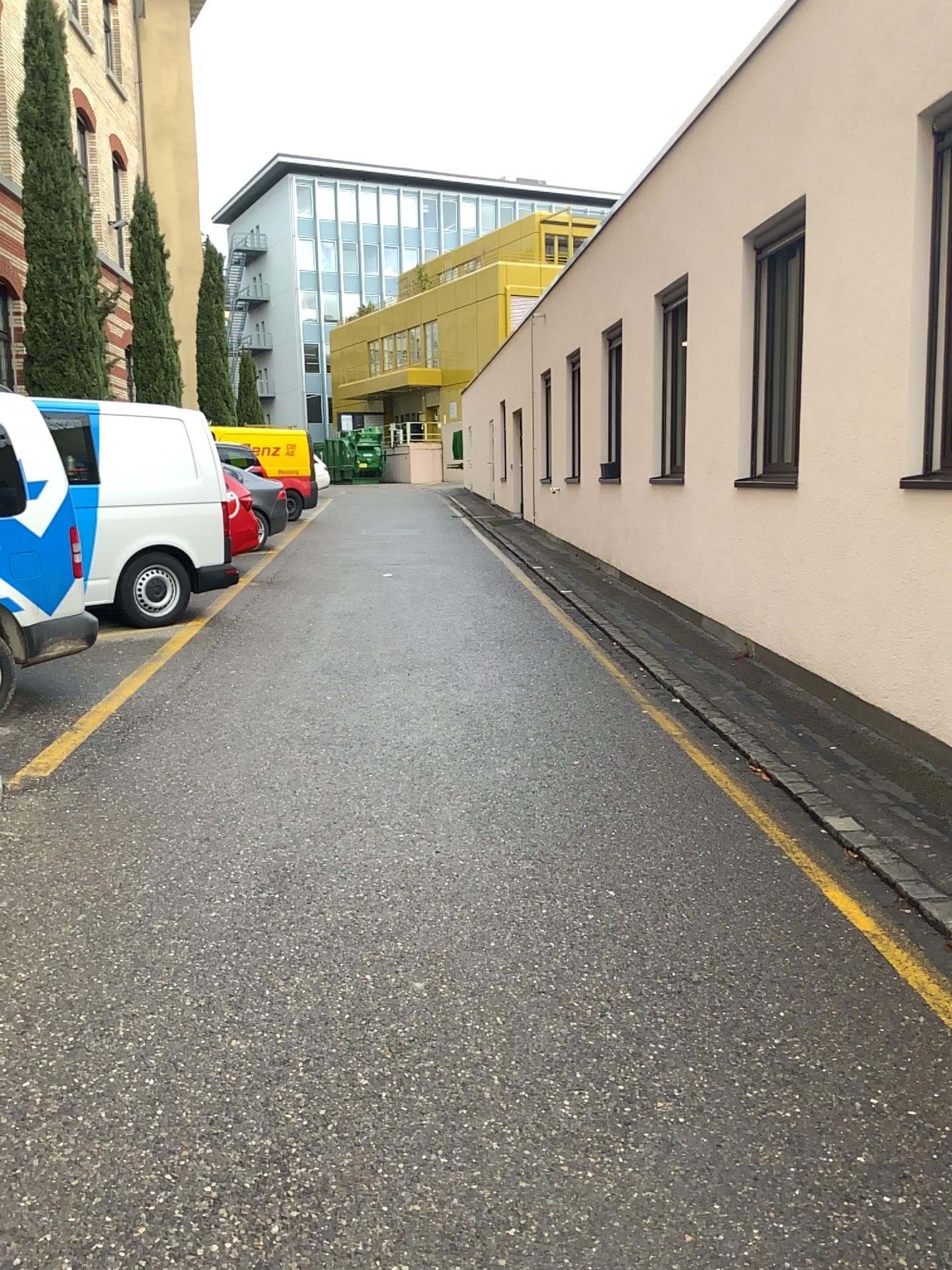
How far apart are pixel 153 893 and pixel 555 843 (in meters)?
1.49
